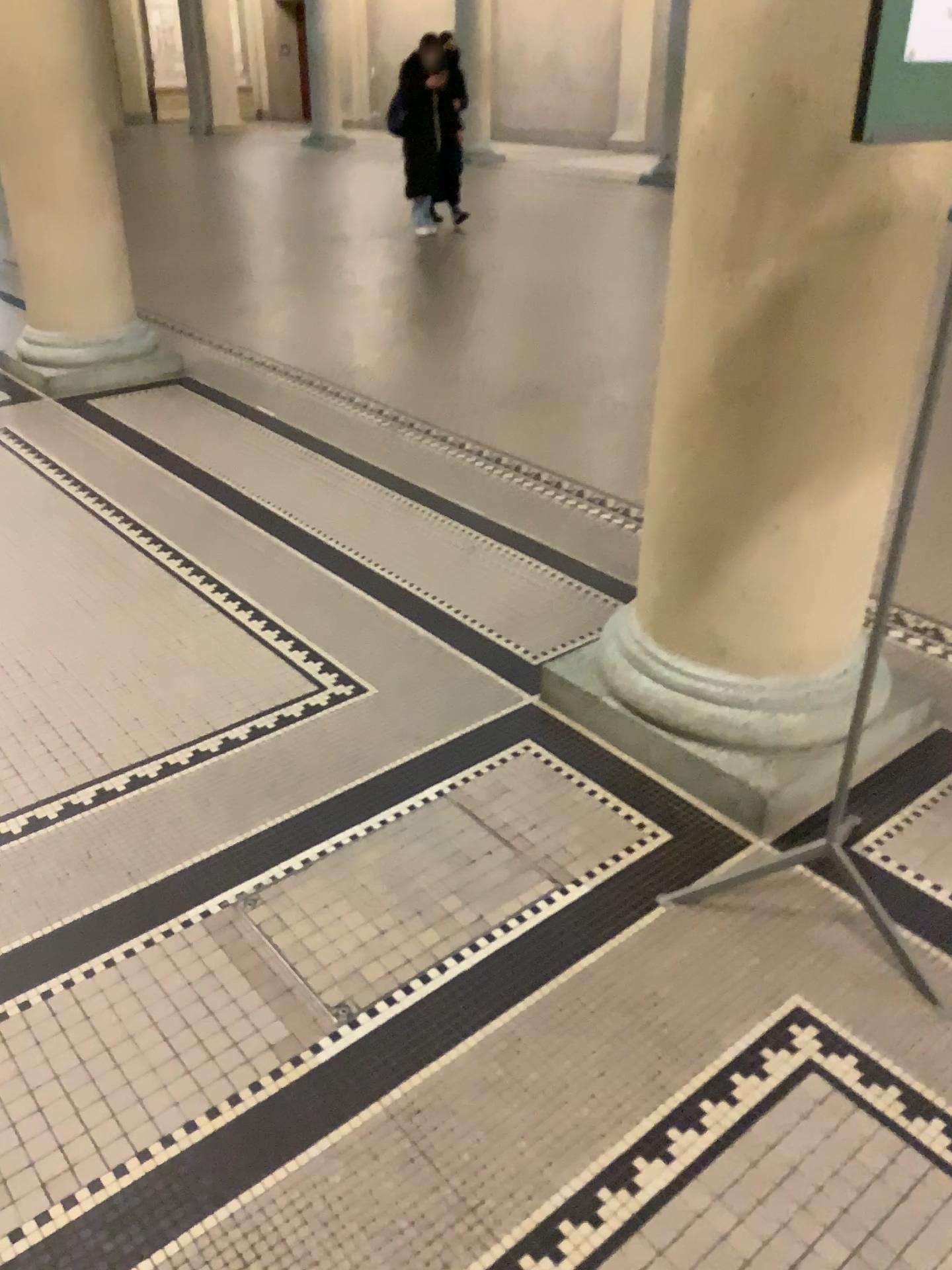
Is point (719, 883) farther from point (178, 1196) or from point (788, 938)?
point (178, 1196)

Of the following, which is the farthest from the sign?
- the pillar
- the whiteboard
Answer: the pillar

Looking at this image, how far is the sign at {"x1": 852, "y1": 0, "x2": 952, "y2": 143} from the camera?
1.28m

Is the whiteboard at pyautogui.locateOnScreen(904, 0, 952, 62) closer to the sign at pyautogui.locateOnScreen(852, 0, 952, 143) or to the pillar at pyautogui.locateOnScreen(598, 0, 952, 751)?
the sign at pyautogui.locateOnScreen(852, 0, 952, 143)

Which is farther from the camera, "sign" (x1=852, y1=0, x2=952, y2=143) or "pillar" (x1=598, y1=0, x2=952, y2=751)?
"pillar" (x1=598, y1=0, x2=952, y2=751)

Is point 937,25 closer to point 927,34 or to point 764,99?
point 927,34

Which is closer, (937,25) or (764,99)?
(937,25)

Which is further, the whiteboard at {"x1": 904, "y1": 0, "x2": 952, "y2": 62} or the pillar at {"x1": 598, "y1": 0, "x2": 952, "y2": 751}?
the pillar at {"x1": 598, "y1": 0, "x2": 952, "y2": 751}

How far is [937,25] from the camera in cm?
126
